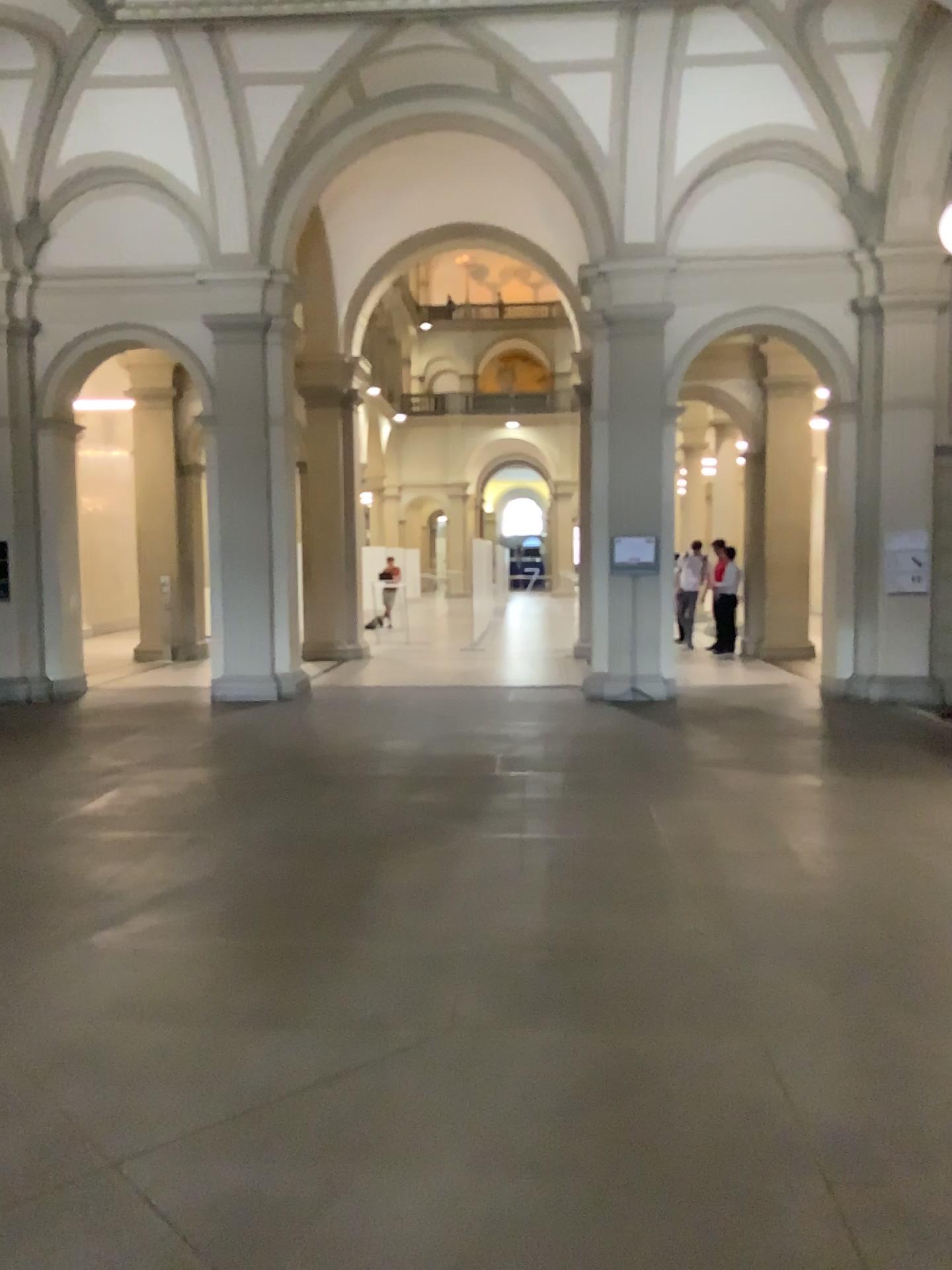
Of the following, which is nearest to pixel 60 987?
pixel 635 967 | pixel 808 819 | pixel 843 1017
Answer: pixel 635 967
